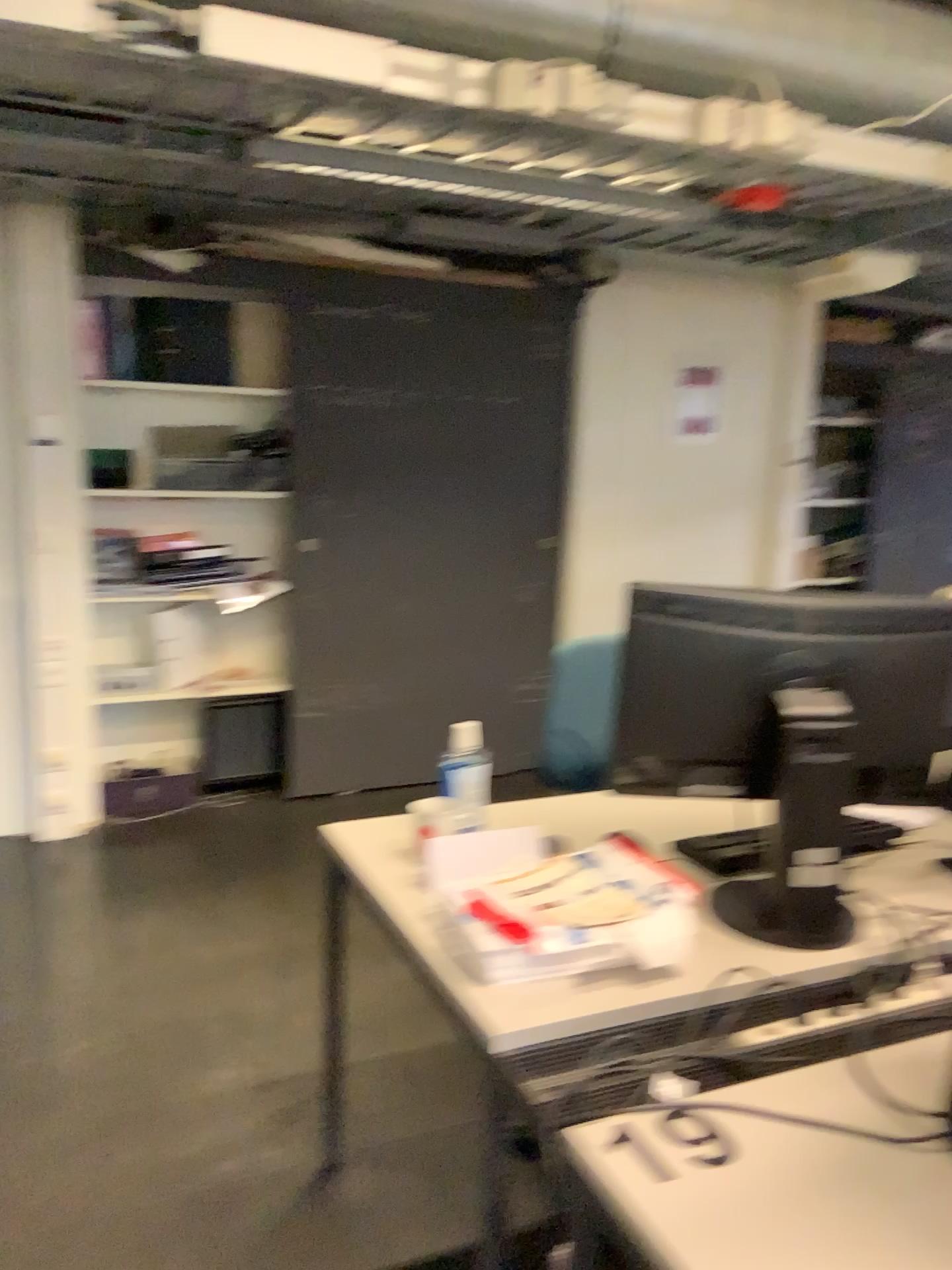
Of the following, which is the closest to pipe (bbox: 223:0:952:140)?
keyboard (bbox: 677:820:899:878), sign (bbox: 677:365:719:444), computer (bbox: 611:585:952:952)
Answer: computer (bbox: 611:585:952:952)

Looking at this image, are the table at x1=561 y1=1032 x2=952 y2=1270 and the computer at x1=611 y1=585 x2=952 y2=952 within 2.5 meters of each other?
yes

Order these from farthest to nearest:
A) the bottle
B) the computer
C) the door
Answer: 1. the door
2. the bottle
3. the computer

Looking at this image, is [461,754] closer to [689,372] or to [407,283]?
[407,283]

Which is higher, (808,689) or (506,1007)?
(808,689)

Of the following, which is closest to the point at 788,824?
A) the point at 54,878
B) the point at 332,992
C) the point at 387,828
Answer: the point at 387,828

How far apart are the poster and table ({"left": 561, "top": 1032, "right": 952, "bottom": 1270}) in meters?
3.8

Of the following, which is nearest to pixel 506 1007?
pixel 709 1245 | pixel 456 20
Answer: pixel 709 1245

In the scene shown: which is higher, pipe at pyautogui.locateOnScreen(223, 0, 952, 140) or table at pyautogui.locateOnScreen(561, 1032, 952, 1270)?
pipe at pyautogui.locateOnScreen(223, 0, 952, 140)

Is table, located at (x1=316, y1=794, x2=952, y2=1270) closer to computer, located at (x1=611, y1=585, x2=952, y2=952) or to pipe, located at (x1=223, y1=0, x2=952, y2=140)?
computer, located at (x1=611, y1=585, x2=952, y2=952)
